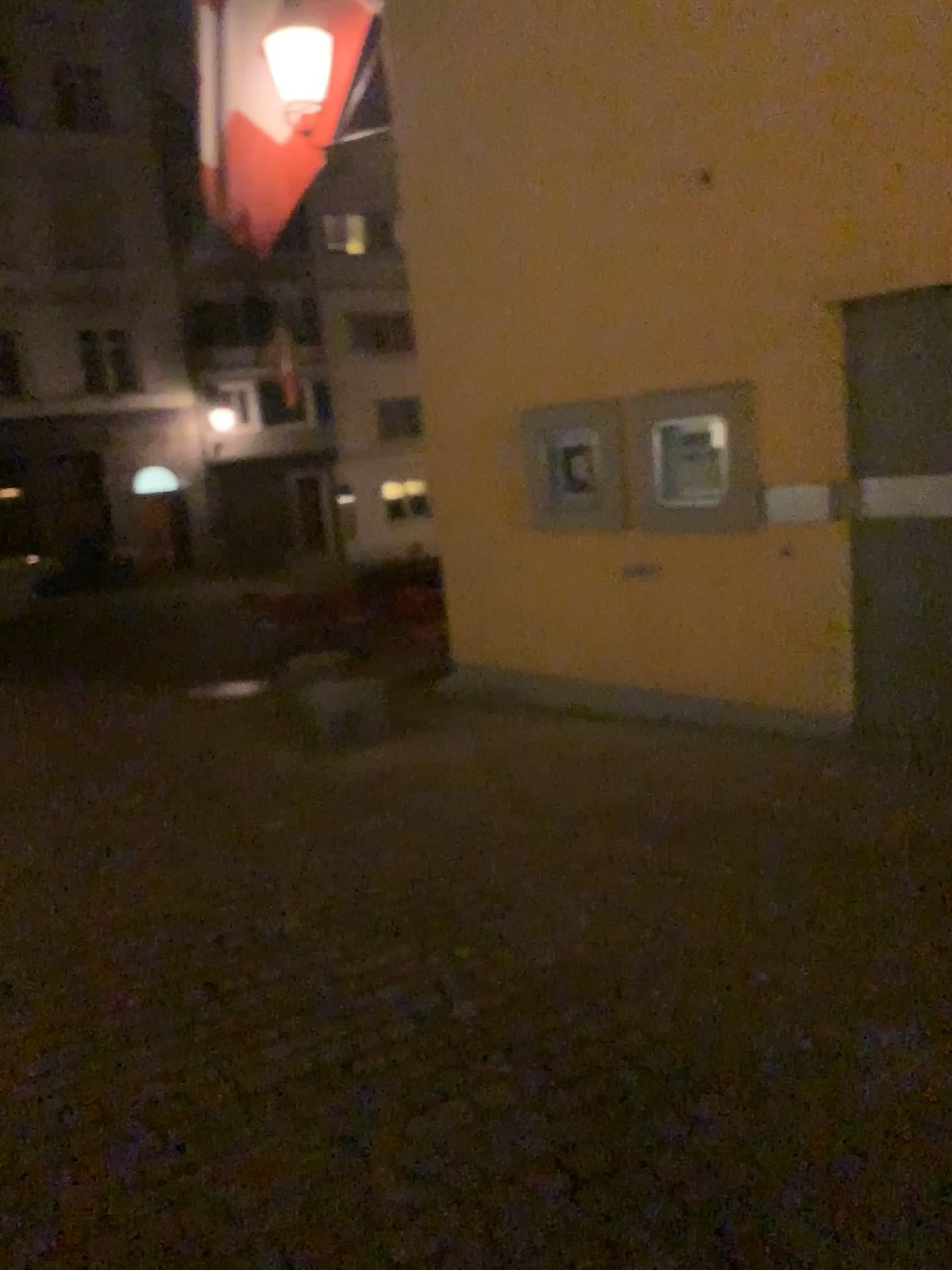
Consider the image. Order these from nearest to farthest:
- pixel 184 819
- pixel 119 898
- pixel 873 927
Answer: pixel 873 927
pixel 119 898
pixel 184 819
